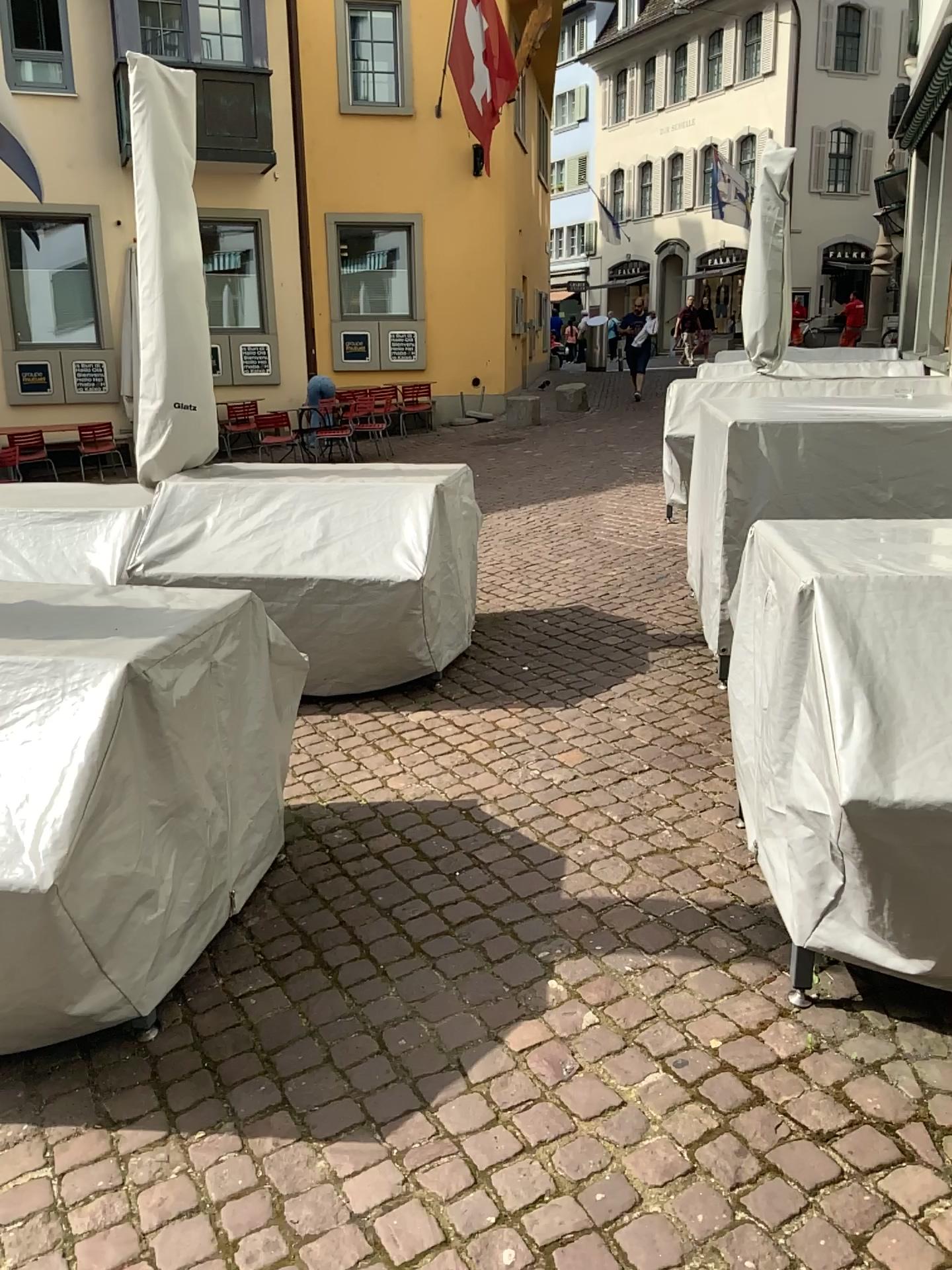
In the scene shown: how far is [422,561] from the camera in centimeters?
415cm

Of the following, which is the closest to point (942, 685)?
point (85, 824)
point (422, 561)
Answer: point (85, 824)

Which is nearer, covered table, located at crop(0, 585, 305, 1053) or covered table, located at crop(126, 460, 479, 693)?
covered table, located at crop(0, 585, 305, 1053)

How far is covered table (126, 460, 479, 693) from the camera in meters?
4.1 m

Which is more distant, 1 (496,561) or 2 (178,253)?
1 (496,561)

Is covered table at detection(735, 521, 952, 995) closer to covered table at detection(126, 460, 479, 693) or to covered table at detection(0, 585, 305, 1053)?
covered table at detection(0, 585, 305, 1053)

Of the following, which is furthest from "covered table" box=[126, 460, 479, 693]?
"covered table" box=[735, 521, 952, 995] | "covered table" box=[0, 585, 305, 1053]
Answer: "covered table" box=[735, 521, 952, 995]

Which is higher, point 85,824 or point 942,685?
point 942,685

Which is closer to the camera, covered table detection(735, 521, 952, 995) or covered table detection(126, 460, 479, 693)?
covered table detection(735, 521, 952, 995)
